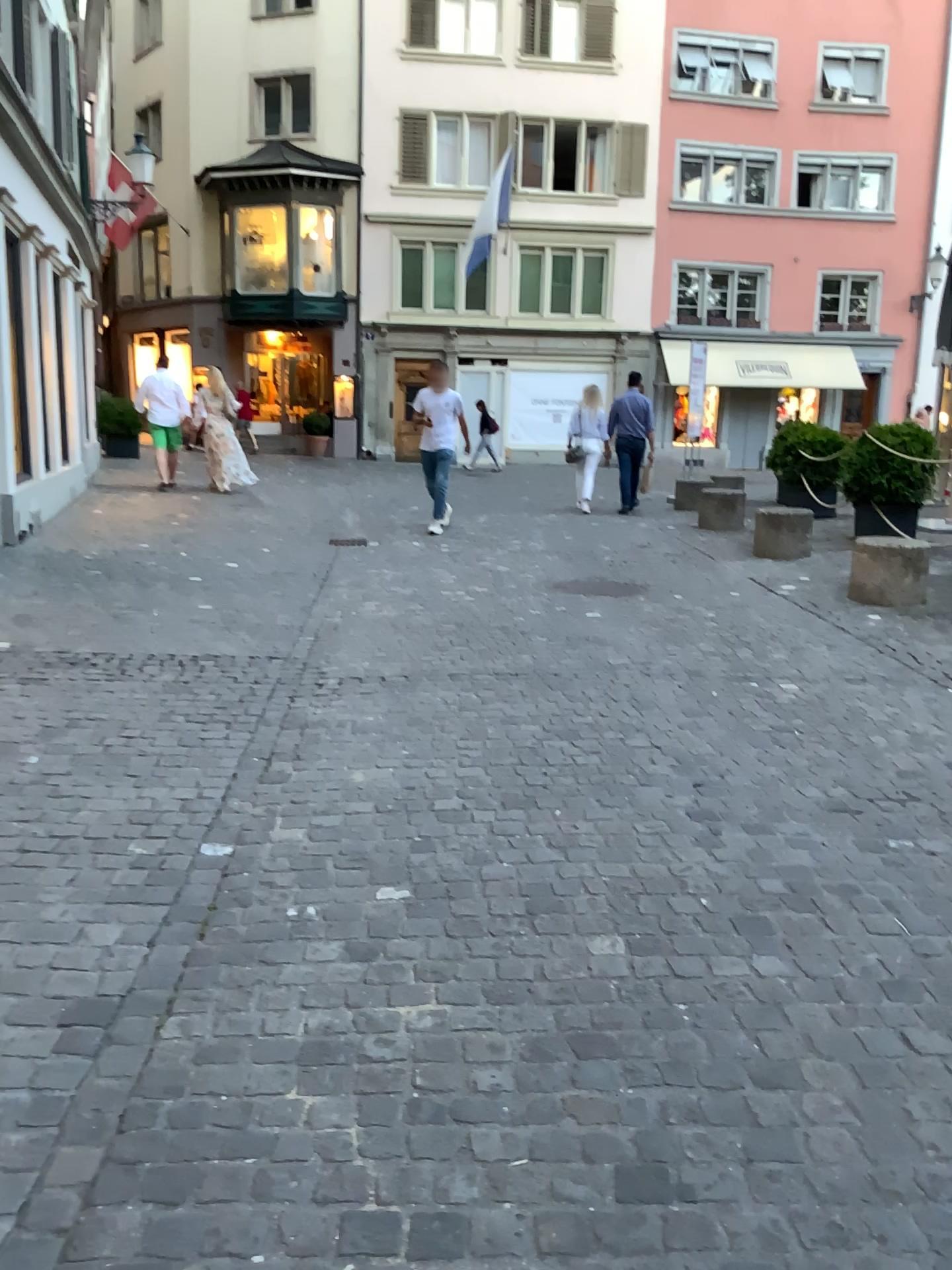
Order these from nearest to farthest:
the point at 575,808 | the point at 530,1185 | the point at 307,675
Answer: the point at 530,1185
the point at 575,808
the point at 307,675
